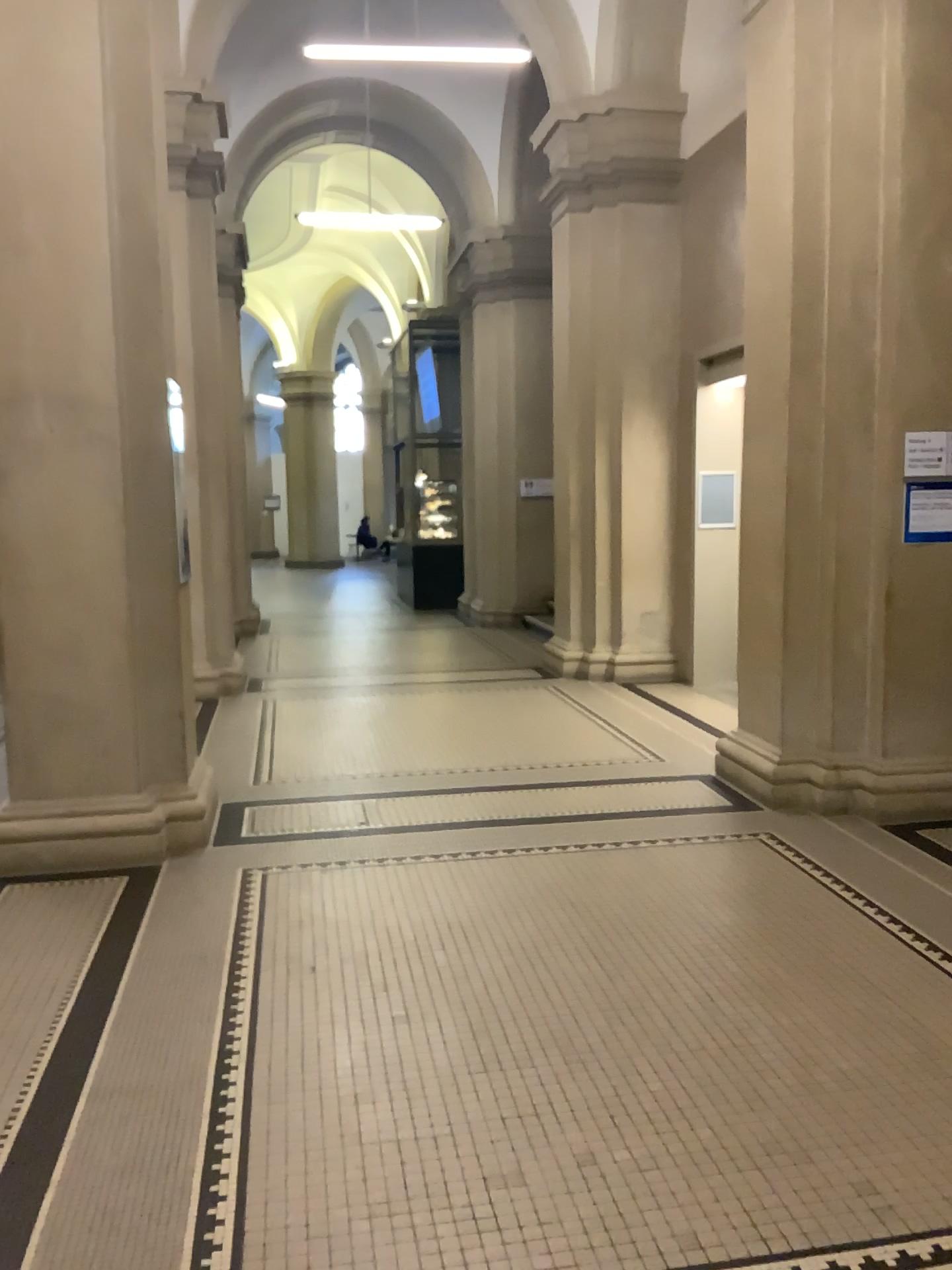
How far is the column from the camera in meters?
4.3

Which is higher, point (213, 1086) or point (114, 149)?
point (114, 149)

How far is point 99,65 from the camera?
4.30m
